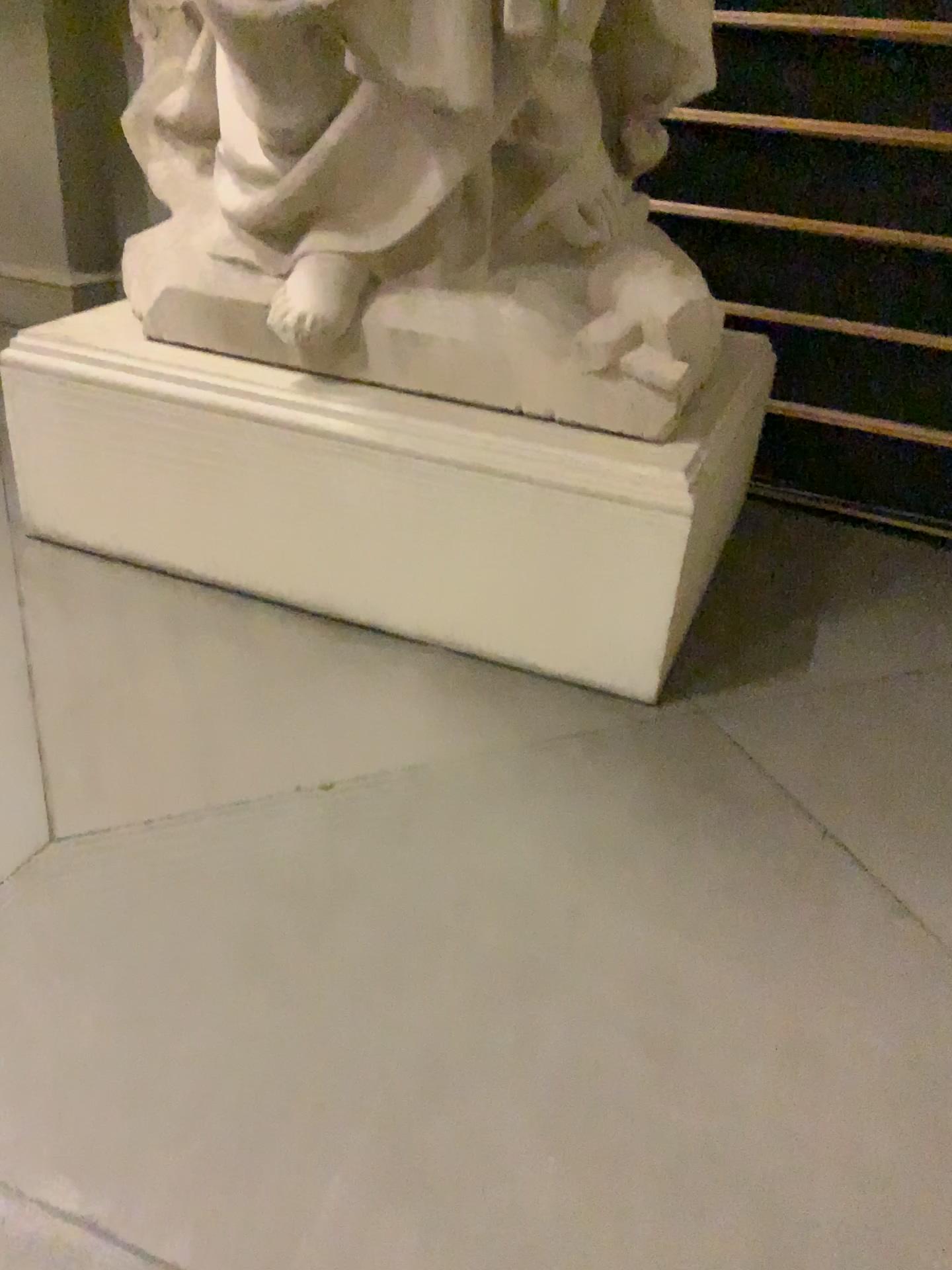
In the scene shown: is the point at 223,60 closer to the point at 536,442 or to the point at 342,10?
the point at 342,10

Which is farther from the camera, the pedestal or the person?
the pedestal

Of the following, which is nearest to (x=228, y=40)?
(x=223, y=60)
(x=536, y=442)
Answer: (x=223, y=60)

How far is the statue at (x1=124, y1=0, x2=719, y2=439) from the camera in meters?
1.9

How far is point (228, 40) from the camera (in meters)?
1.88

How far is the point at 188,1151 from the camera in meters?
1.2
